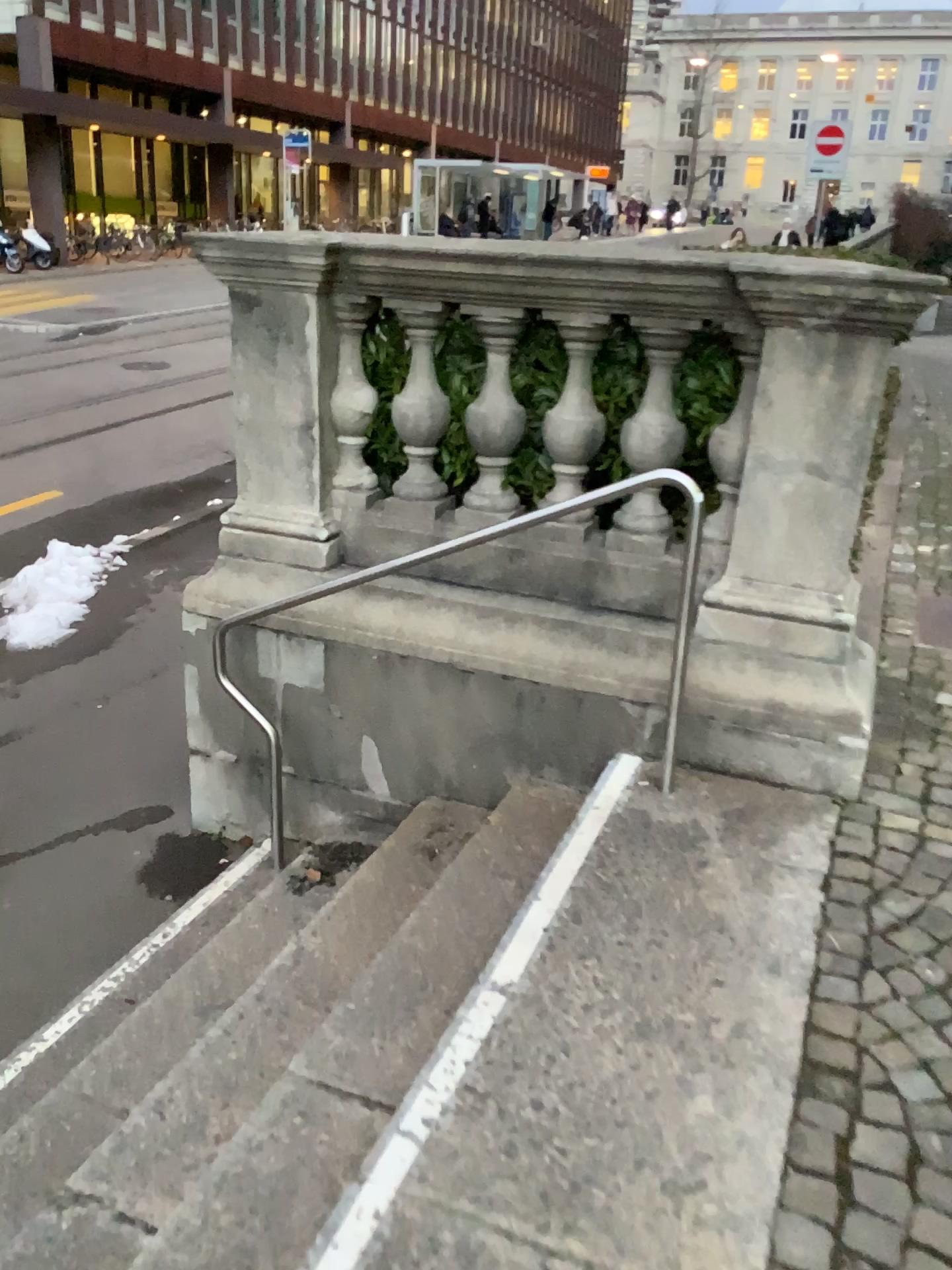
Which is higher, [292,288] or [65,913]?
[292,288]
